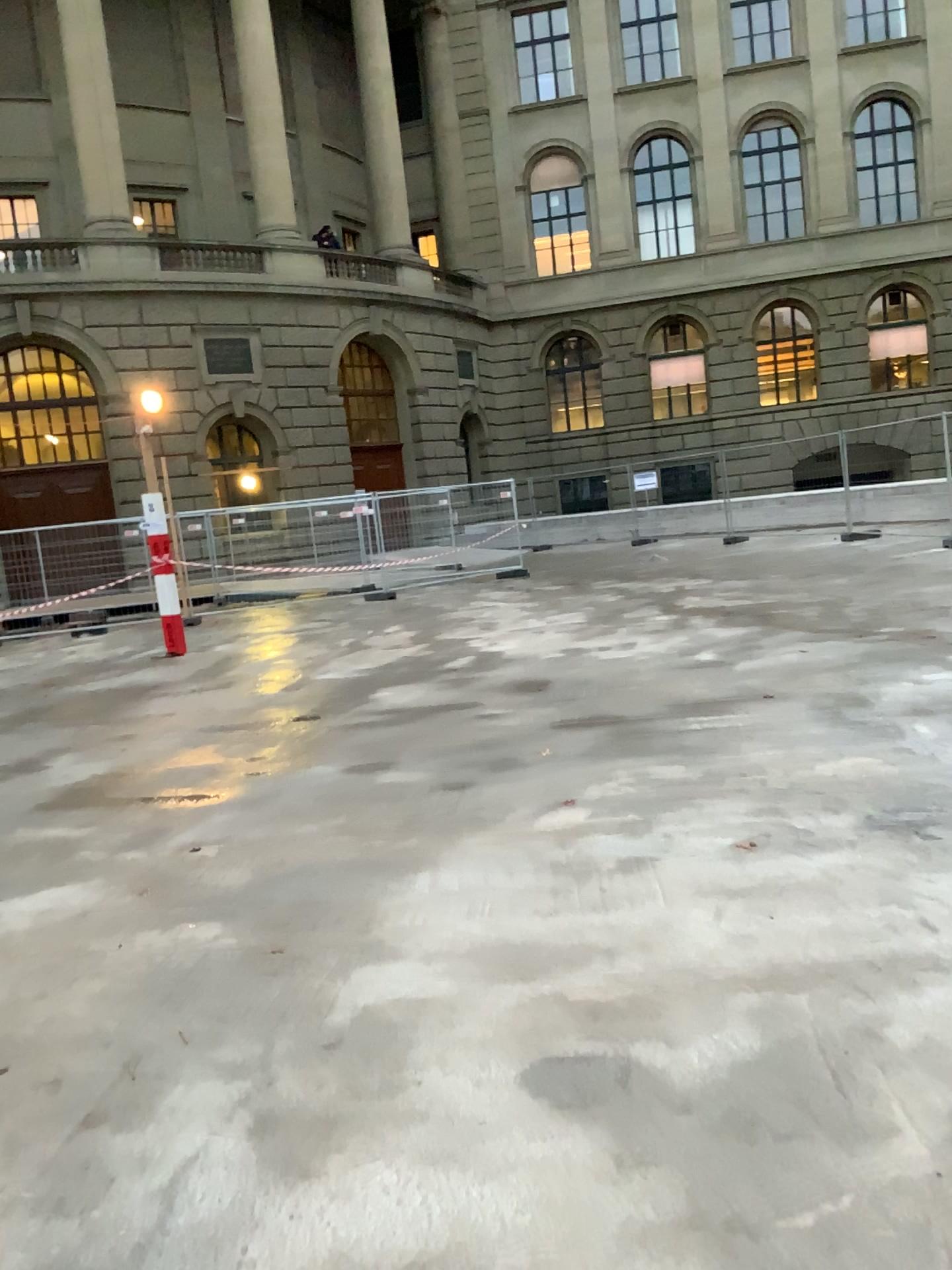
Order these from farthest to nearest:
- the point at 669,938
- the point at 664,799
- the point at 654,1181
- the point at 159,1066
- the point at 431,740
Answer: the point at 431,740 < the point at 664,799 < the point at 669,938 < the point at 159,1066 < the point at 654,1181
